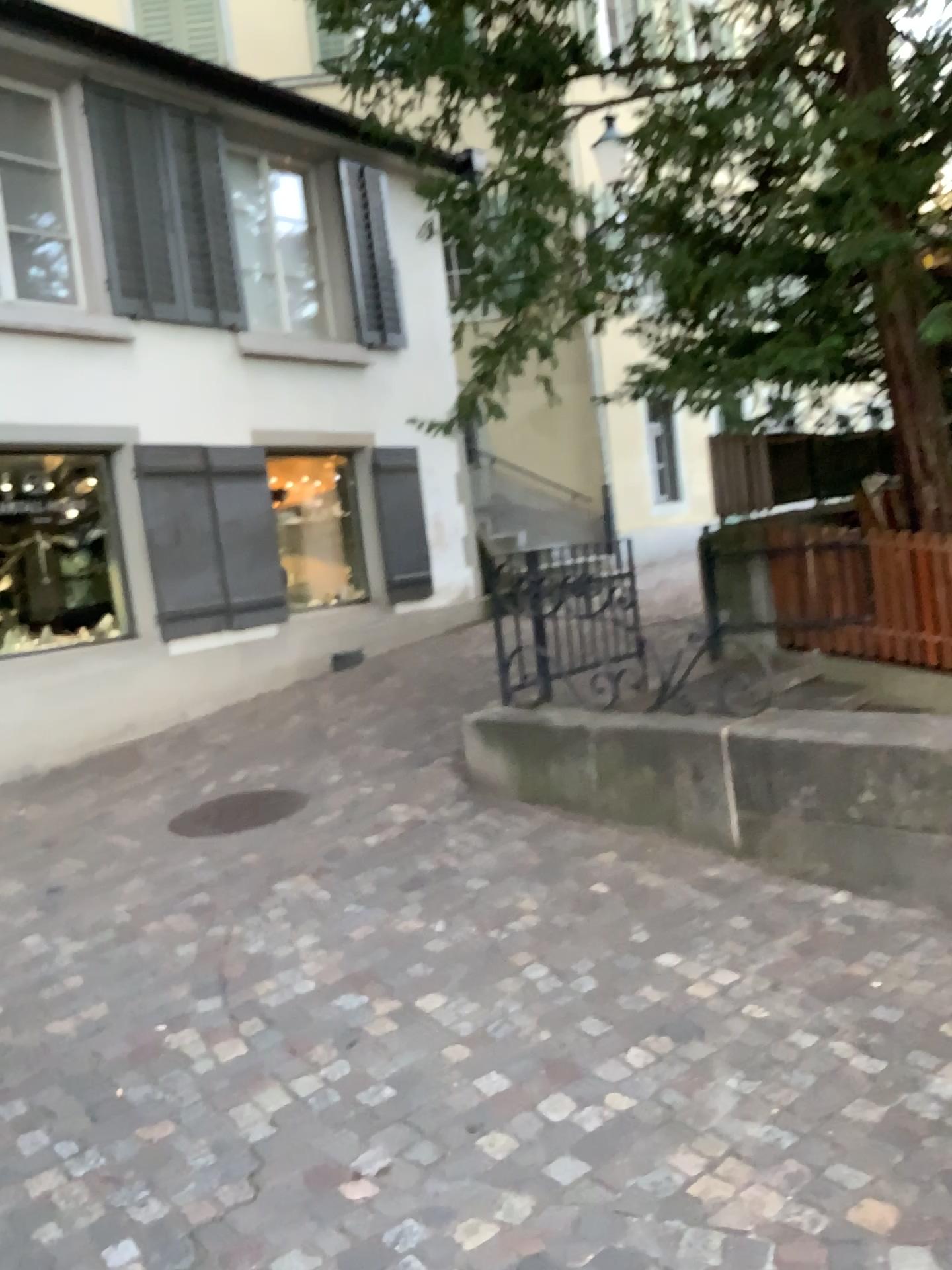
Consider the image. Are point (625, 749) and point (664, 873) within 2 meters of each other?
yes
